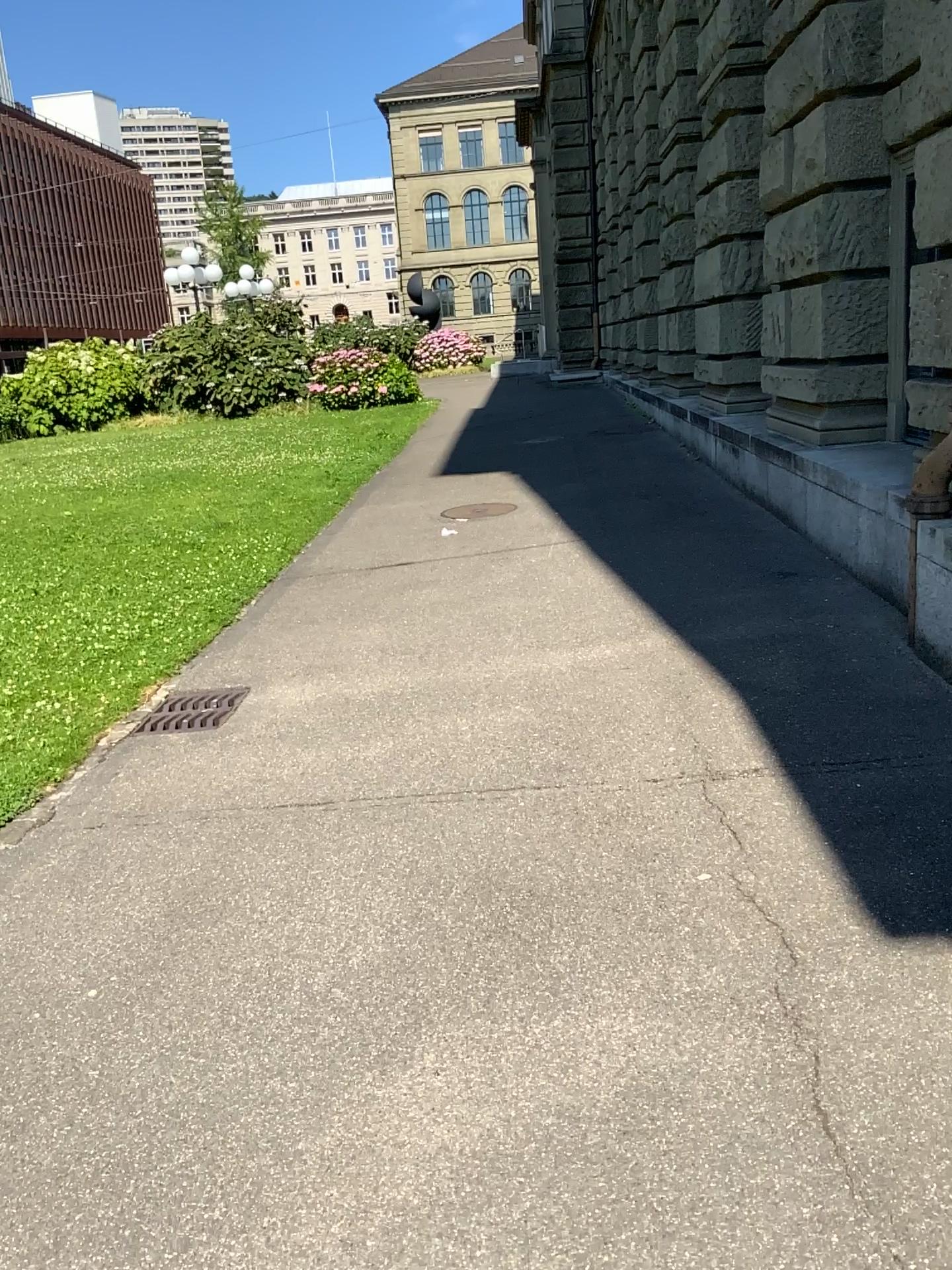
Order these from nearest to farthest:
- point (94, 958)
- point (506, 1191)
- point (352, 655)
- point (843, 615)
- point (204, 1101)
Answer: point (506, 1191) → point (204, 1101) → point (94, 958) → point (843, 615) → point (352, 655)
